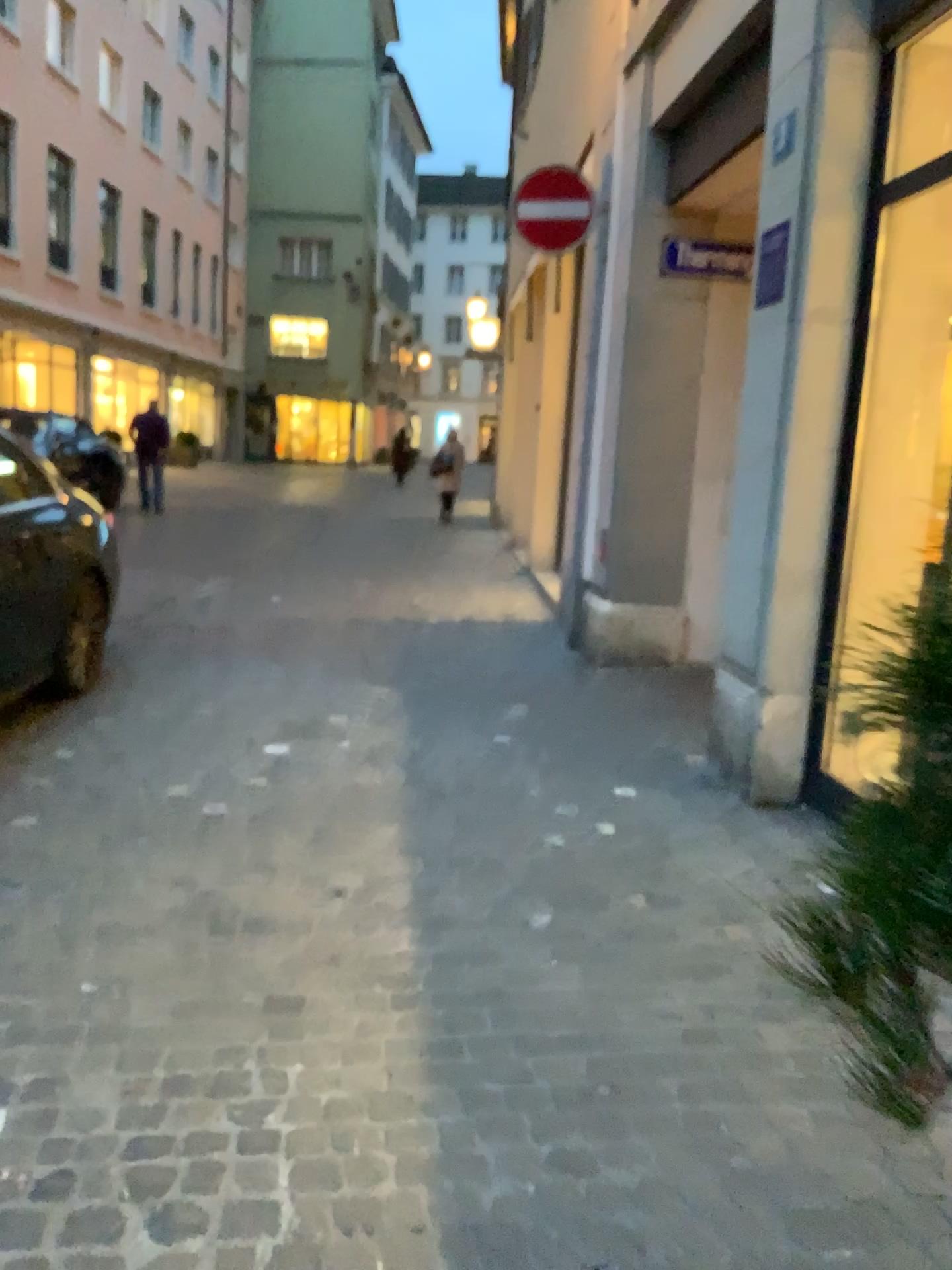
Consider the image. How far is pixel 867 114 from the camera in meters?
3.6
